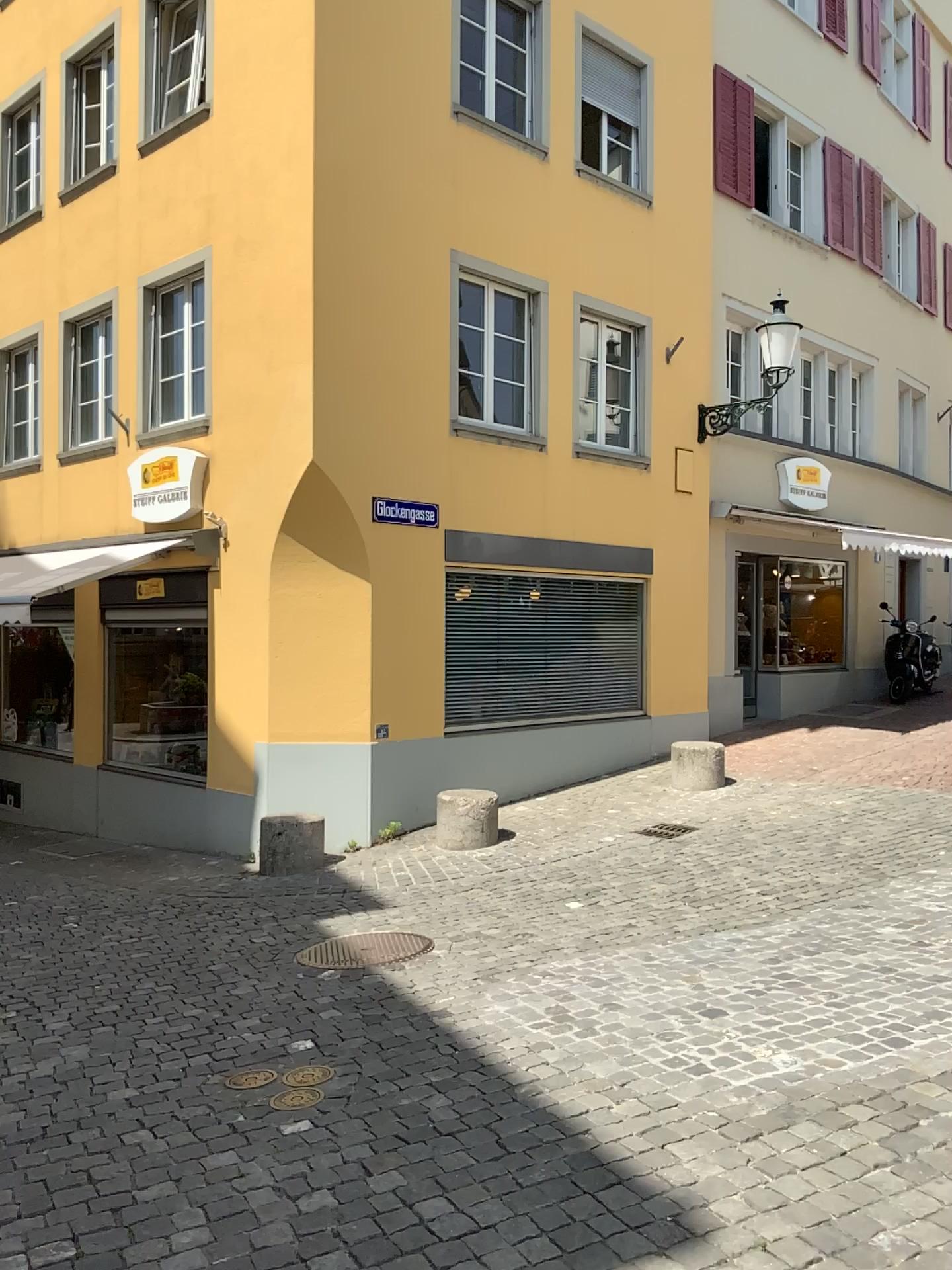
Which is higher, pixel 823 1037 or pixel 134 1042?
pixel 823 1037
